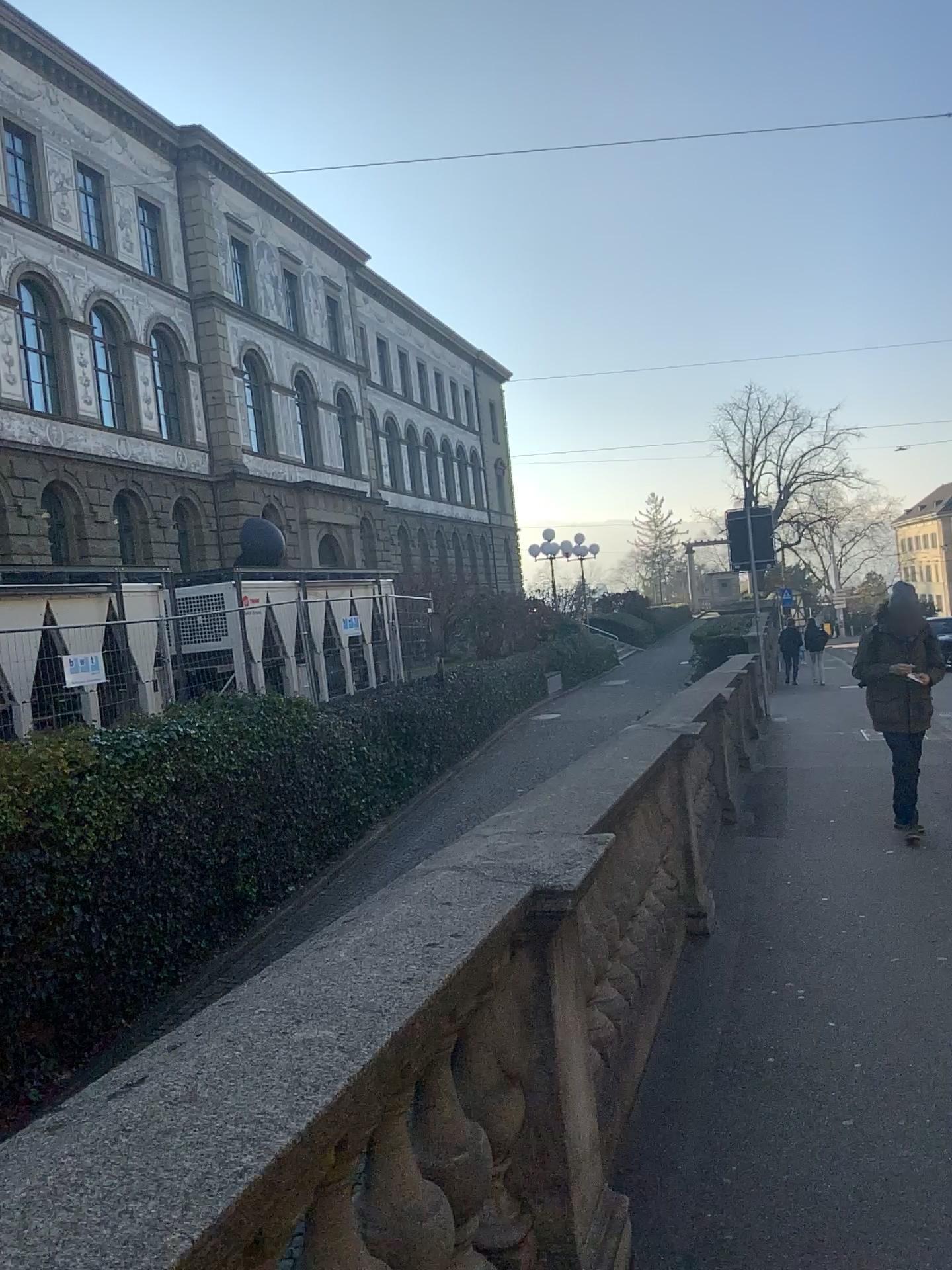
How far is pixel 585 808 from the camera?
3.2 meters
